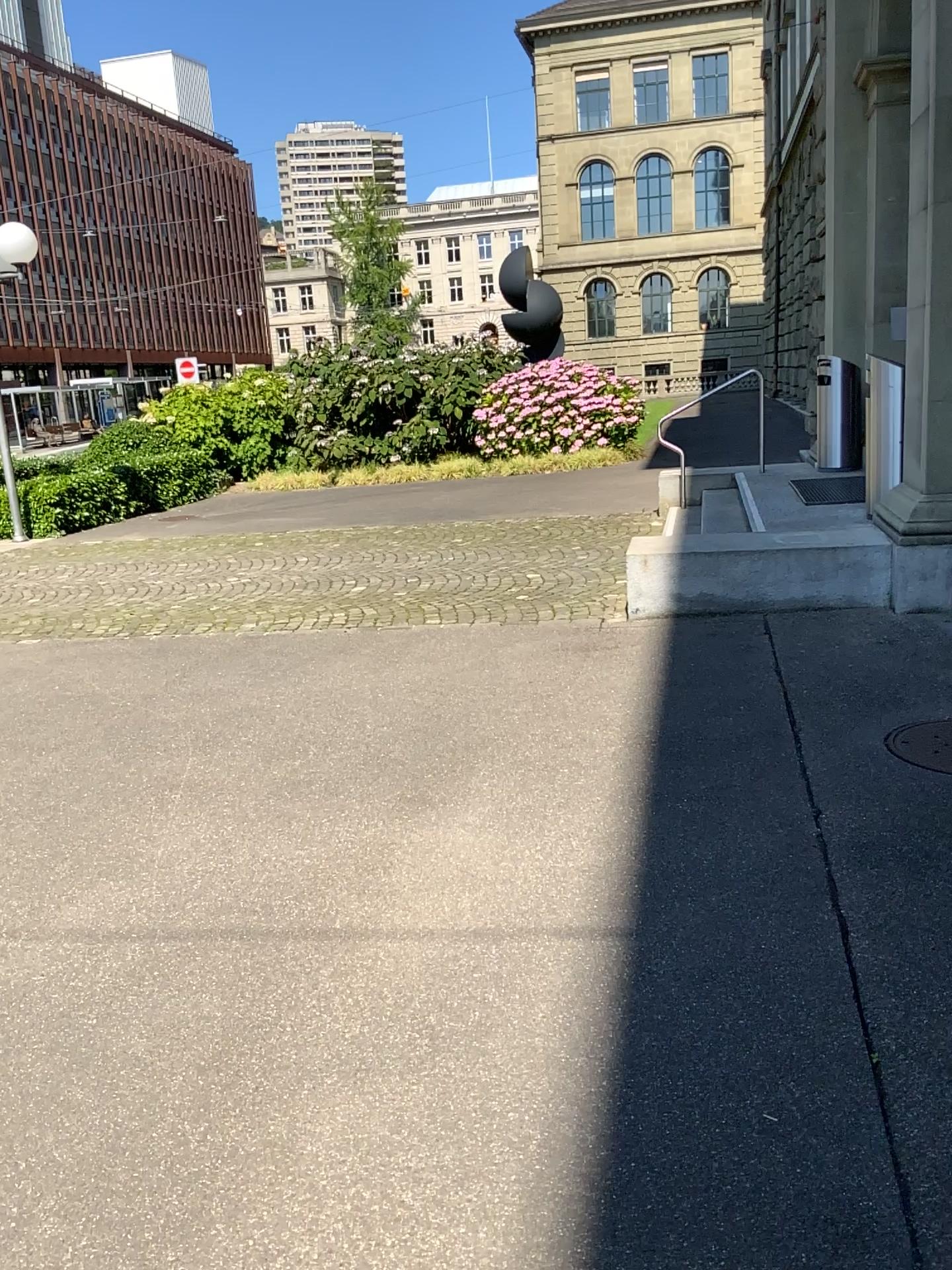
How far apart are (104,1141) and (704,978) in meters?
1.4 m
